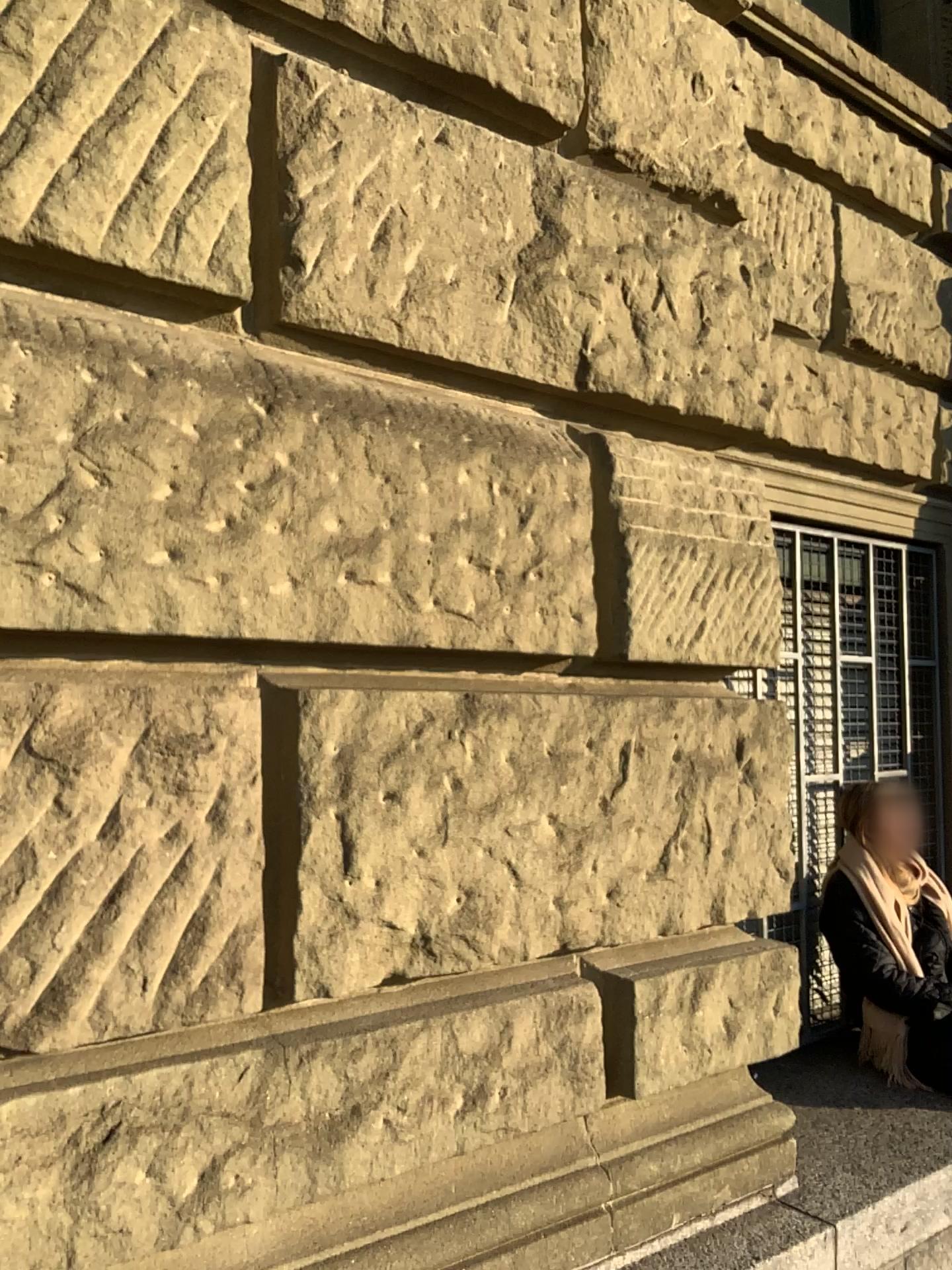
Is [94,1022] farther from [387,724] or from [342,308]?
[342,308]
